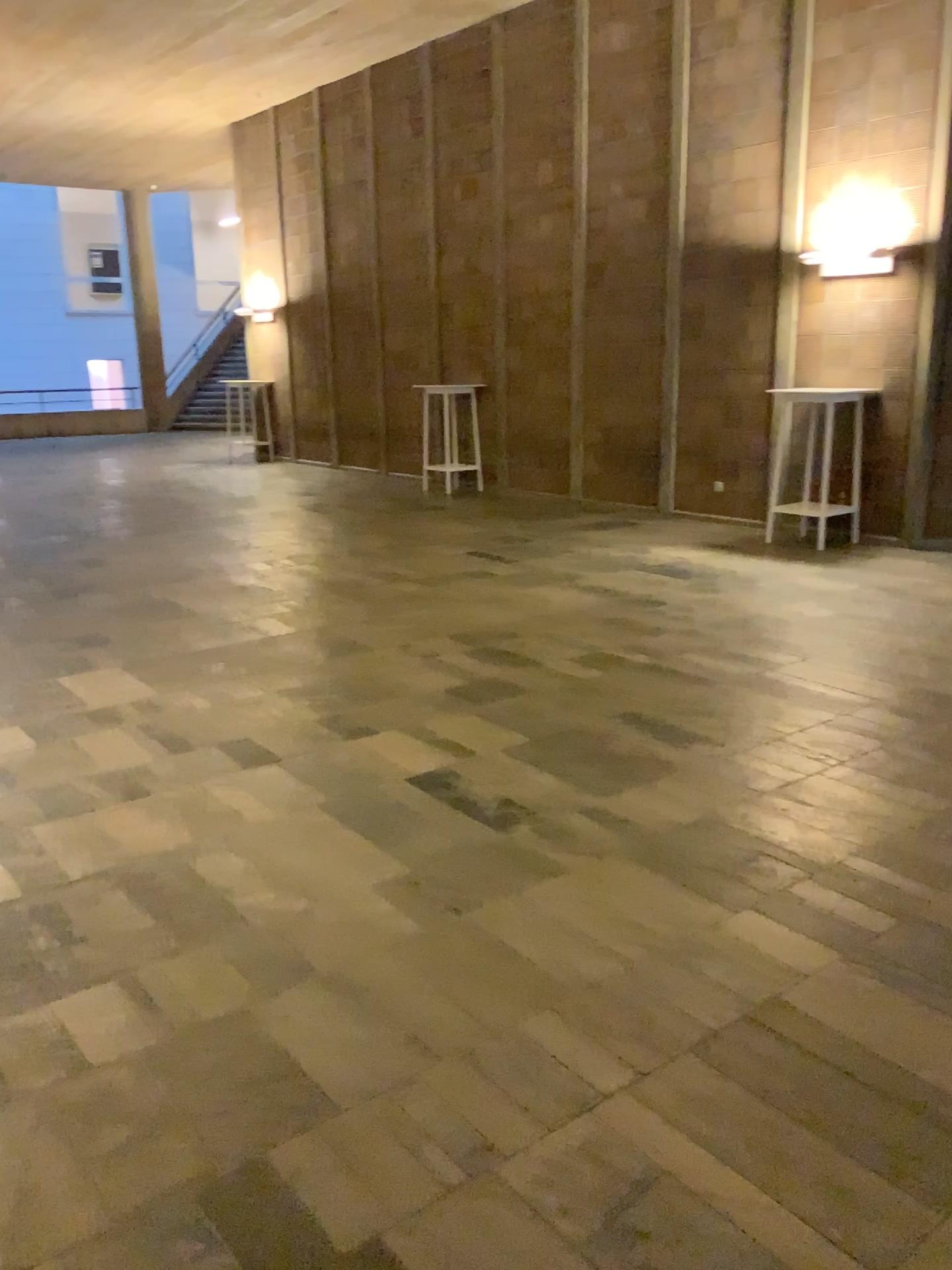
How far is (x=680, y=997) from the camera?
2.50m
